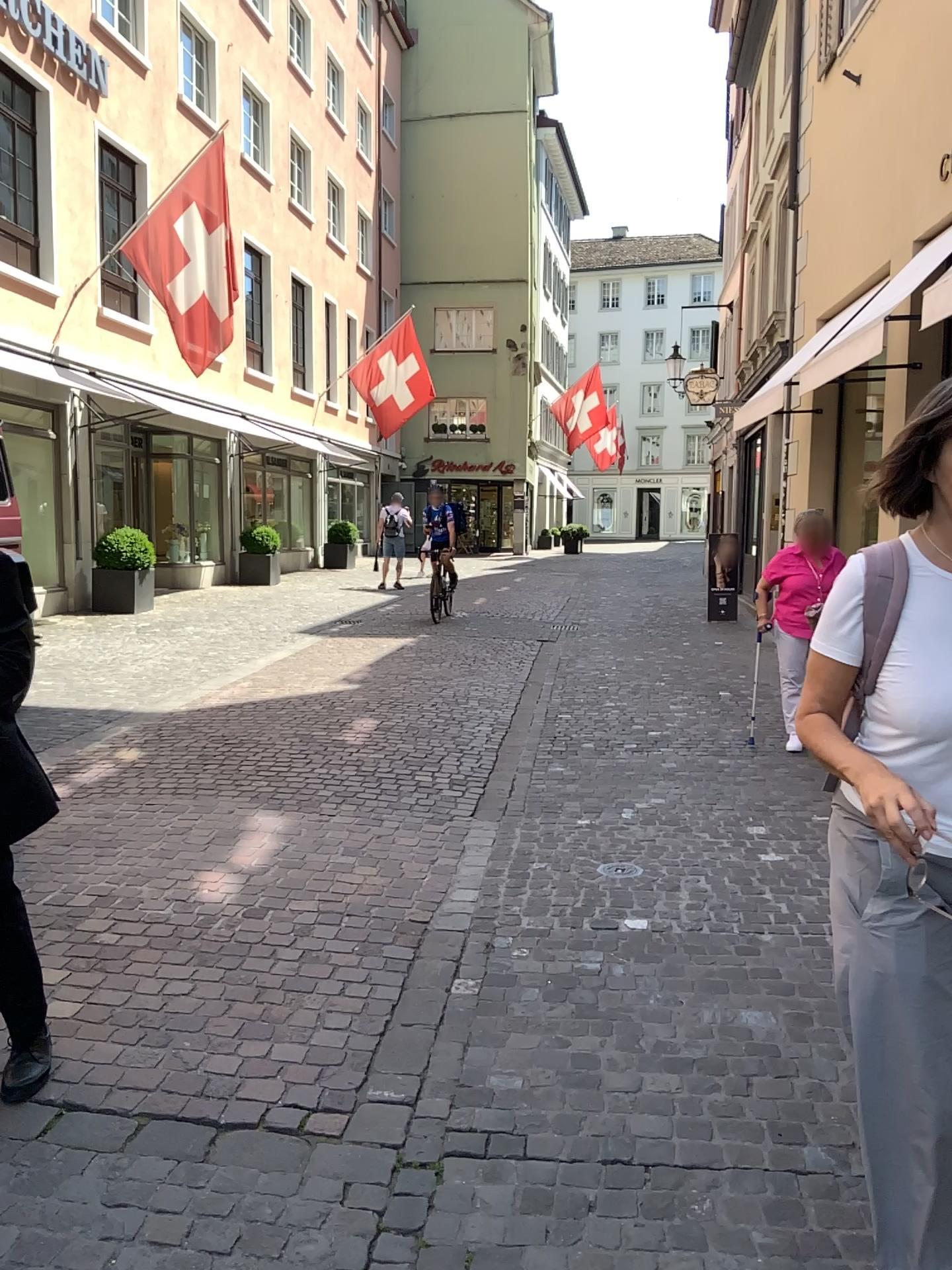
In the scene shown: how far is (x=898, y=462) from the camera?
1.76m

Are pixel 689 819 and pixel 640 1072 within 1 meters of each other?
no

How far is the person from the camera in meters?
1.8
